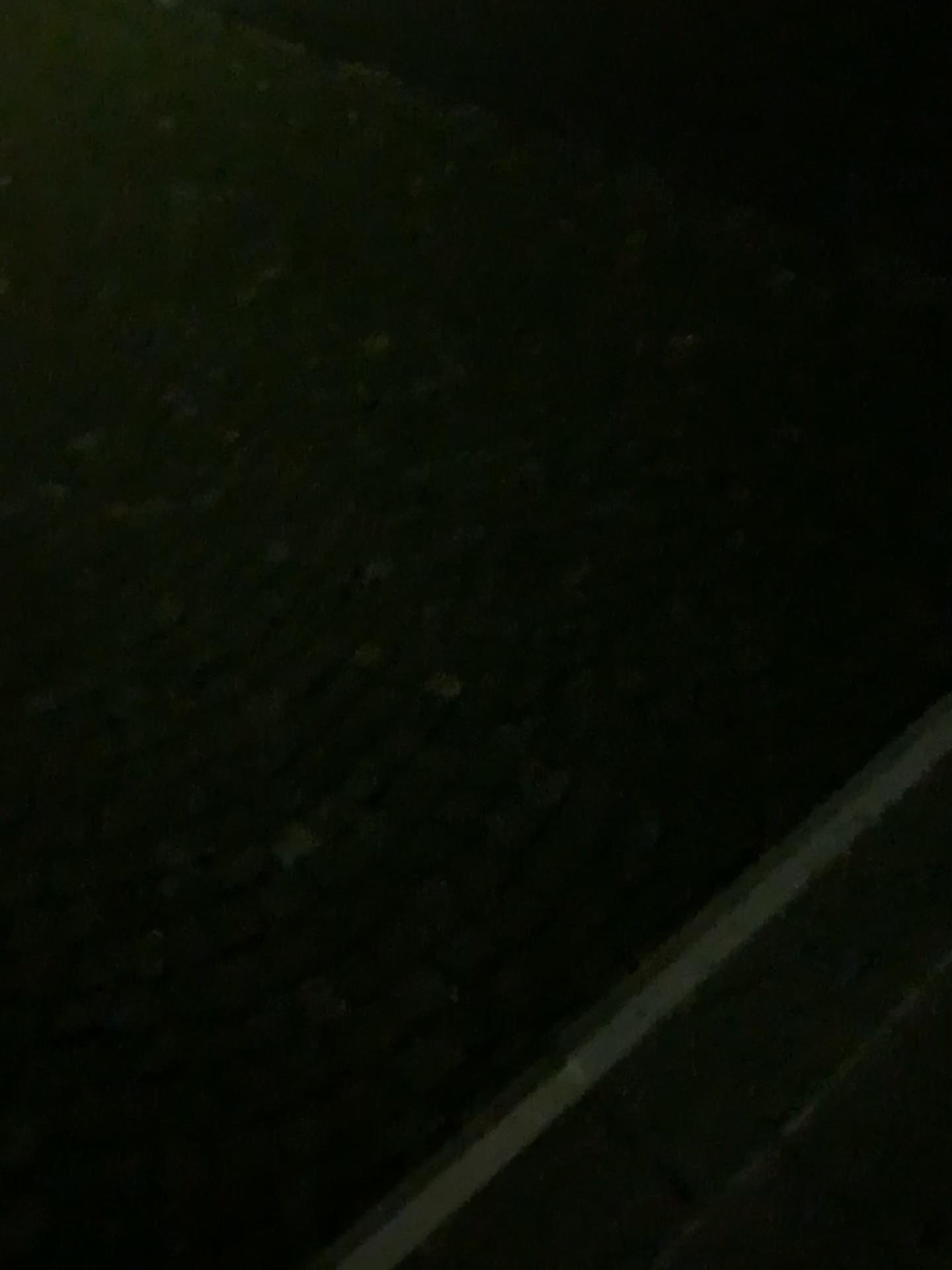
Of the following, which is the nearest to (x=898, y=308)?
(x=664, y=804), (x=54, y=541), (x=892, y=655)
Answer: (x=892, y=655)
